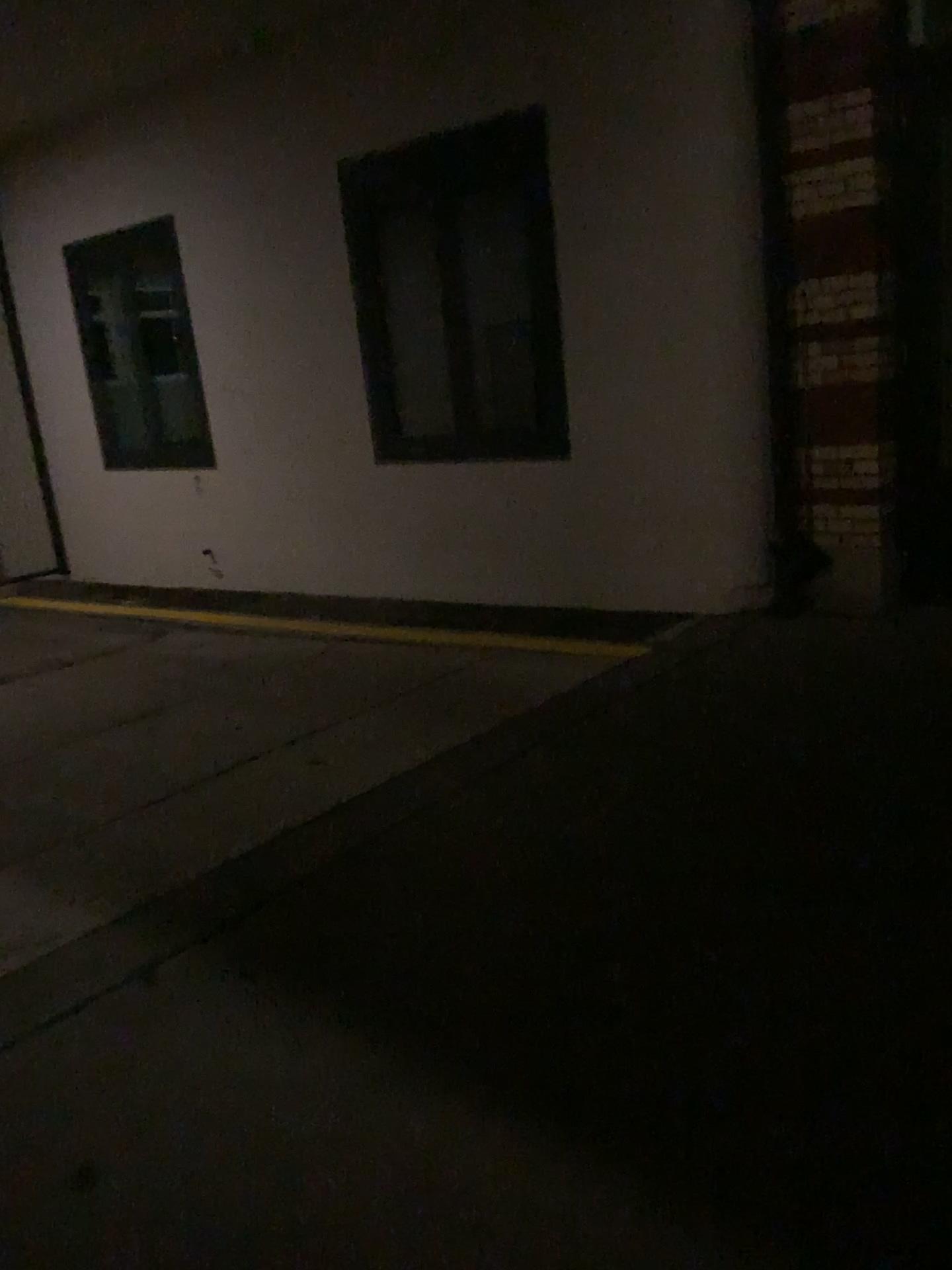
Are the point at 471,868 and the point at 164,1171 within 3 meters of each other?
yes
